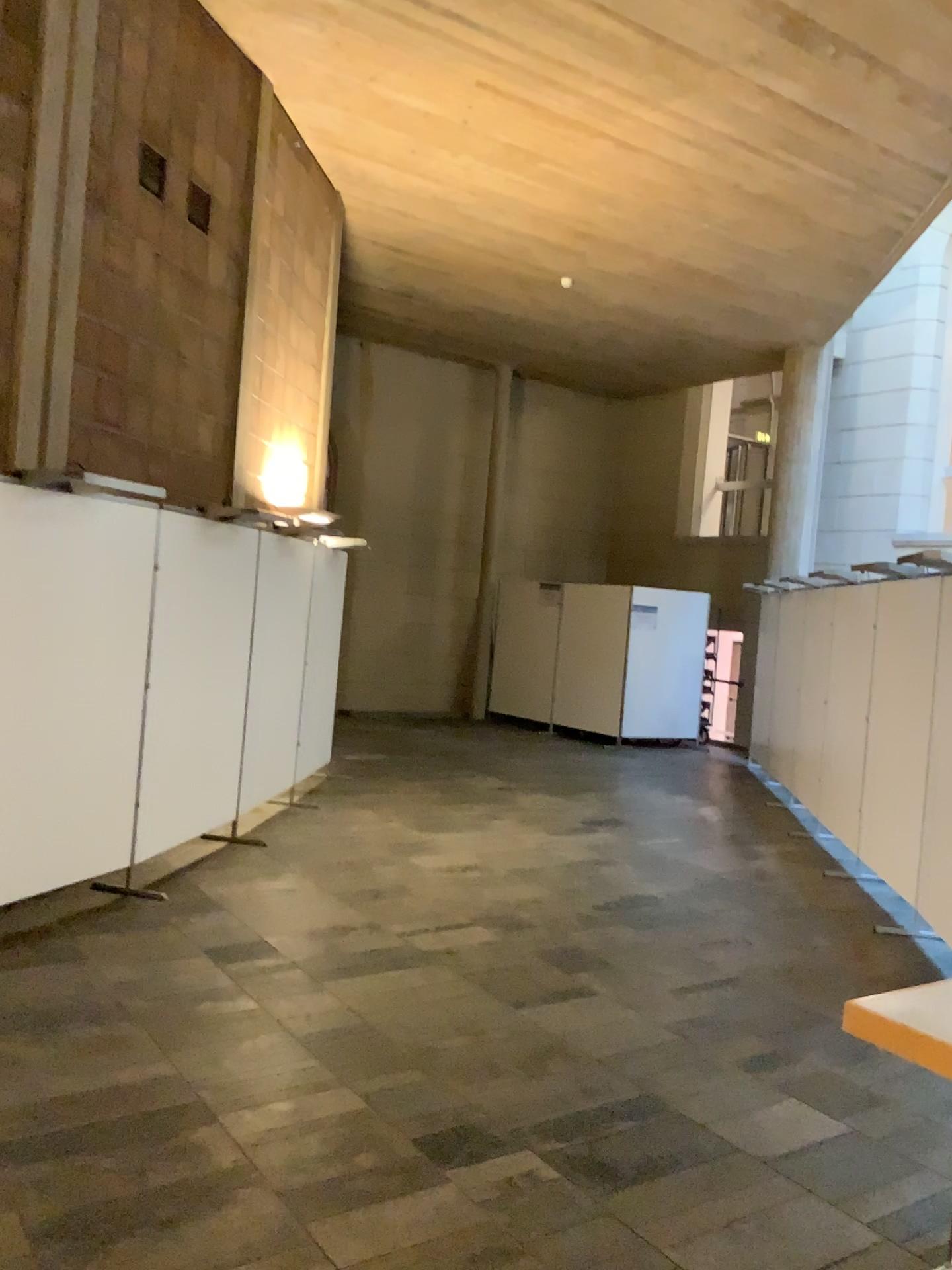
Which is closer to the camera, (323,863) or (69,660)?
(69,660)
